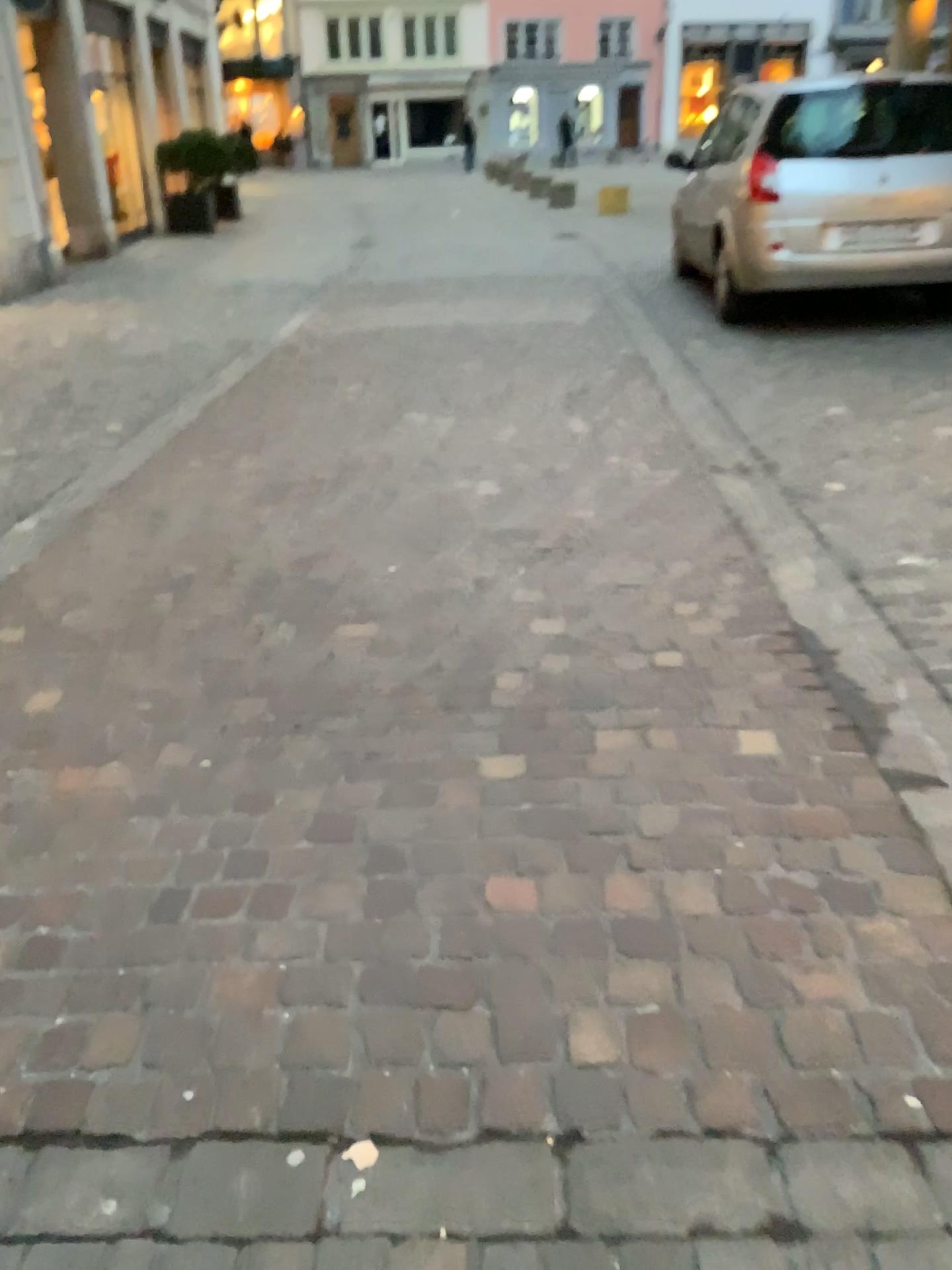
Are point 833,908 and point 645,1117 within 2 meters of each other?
yes
